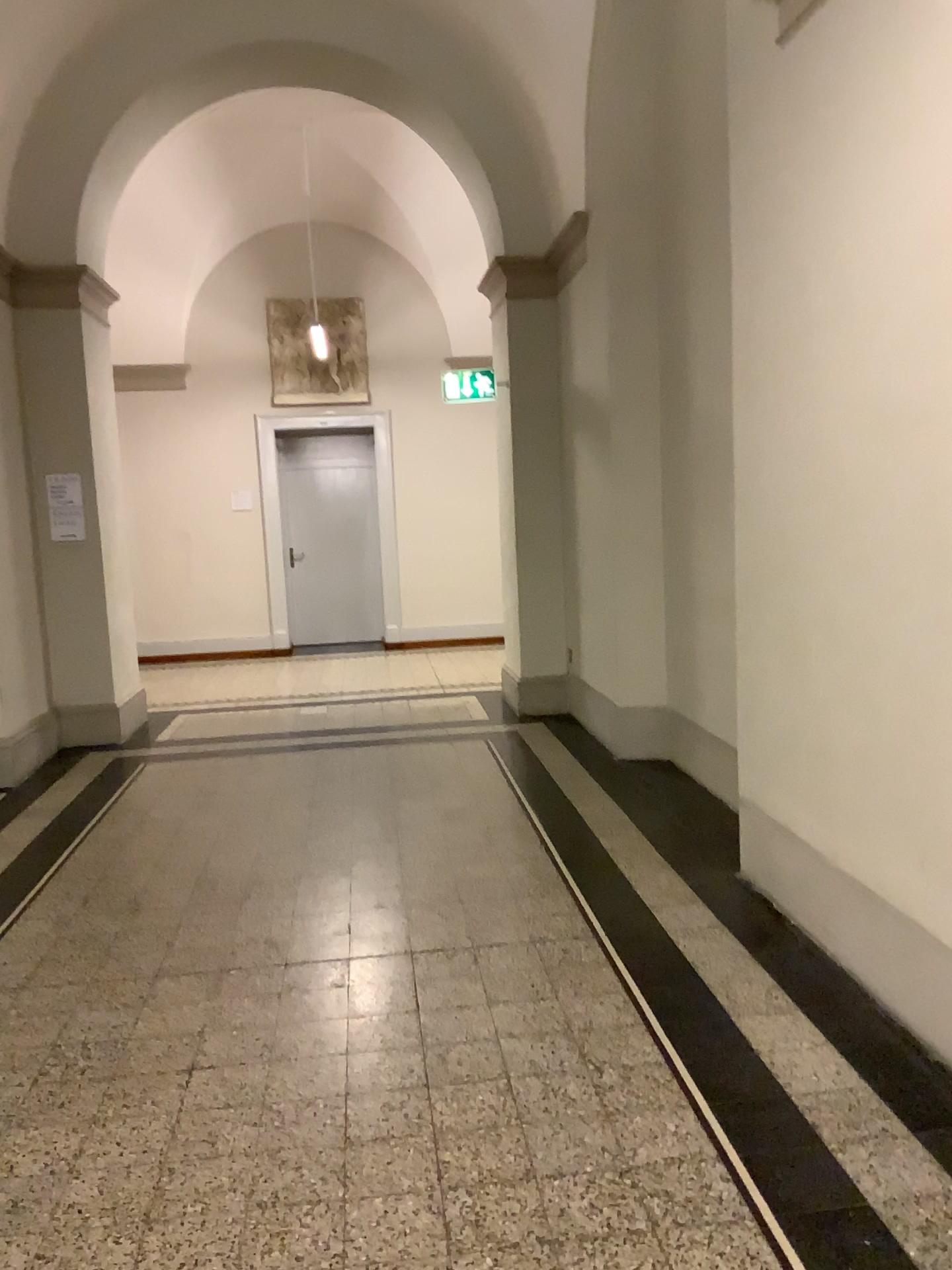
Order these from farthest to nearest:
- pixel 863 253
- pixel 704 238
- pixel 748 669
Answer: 1. pixel 704 238
2. pixel 748 669
3. pixel 863 253
